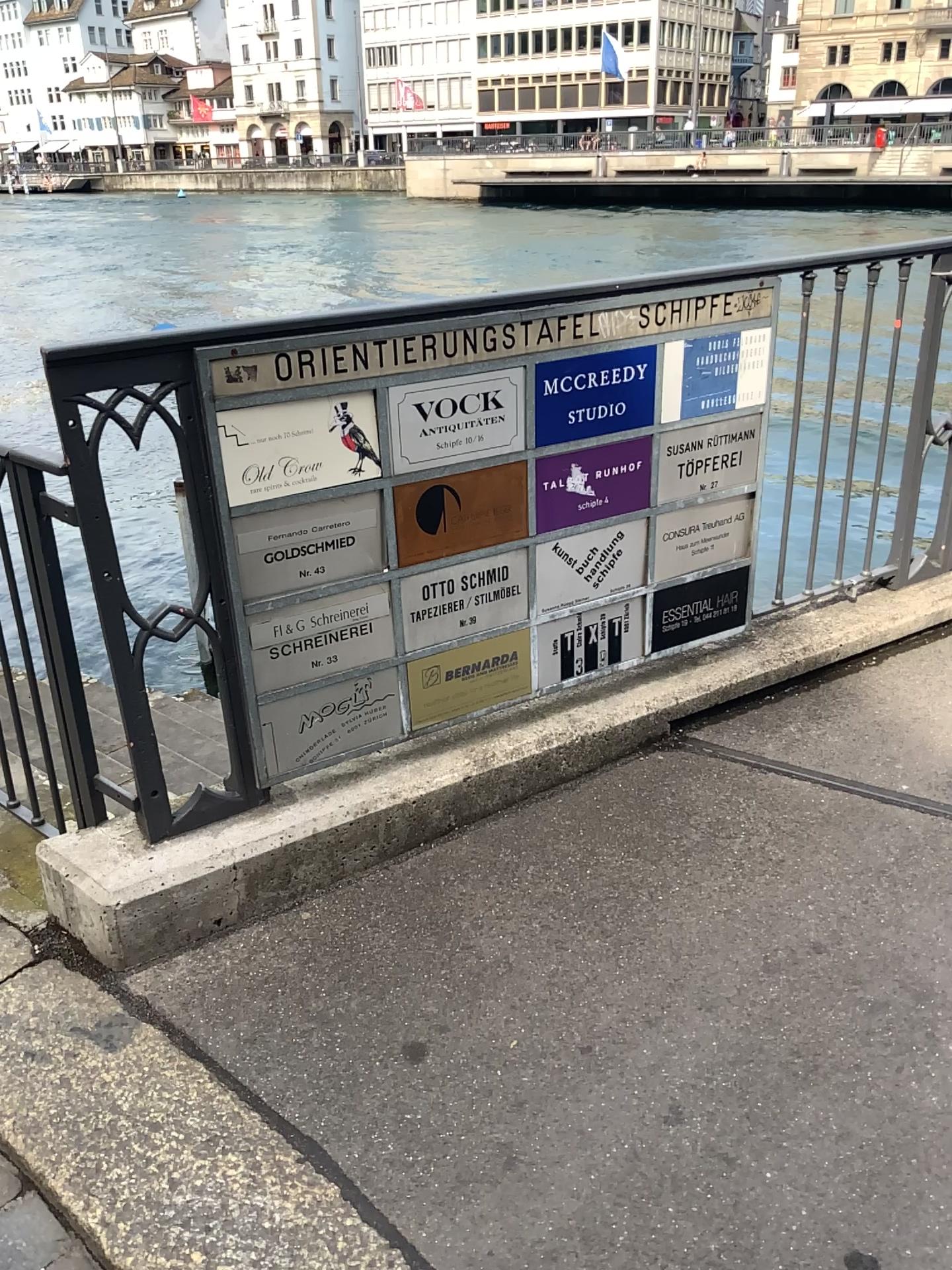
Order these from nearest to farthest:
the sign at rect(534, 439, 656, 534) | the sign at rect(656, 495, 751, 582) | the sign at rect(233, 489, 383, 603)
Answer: the sign at rect(233, 489, 383, 603)
the sign at rect(534, 439, 656, 534)
the sign at rect(656, 495, 751, 582)

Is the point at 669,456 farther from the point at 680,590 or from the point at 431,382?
the point at 431,382

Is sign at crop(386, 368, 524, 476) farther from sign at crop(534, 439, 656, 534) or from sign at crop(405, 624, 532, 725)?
sign at crop(405, 624, 532, 725)

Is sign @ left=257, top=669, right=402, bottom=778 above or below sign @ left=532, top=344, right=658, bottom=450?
below

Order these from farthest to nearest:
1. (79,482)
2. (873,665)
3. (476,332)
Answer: (873,665) → (476,332) → (79,482)

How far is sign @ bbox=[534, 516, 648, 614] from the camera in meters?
2.5 m

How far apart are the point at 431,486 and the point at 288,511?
0.32m

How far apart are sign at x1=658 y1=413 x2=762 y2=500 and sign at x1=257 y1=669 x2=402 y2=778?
0.81m

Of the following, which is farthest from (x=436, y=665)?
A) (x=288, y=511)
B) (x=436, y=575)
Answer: (x=288, y=511)

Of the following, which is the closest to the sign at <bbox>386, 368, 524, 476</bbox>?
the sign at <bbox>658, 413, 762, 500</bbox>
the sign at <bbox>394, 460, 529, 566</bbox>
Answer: the sign at <bbox>394, 460, 529, 566</bbox>
